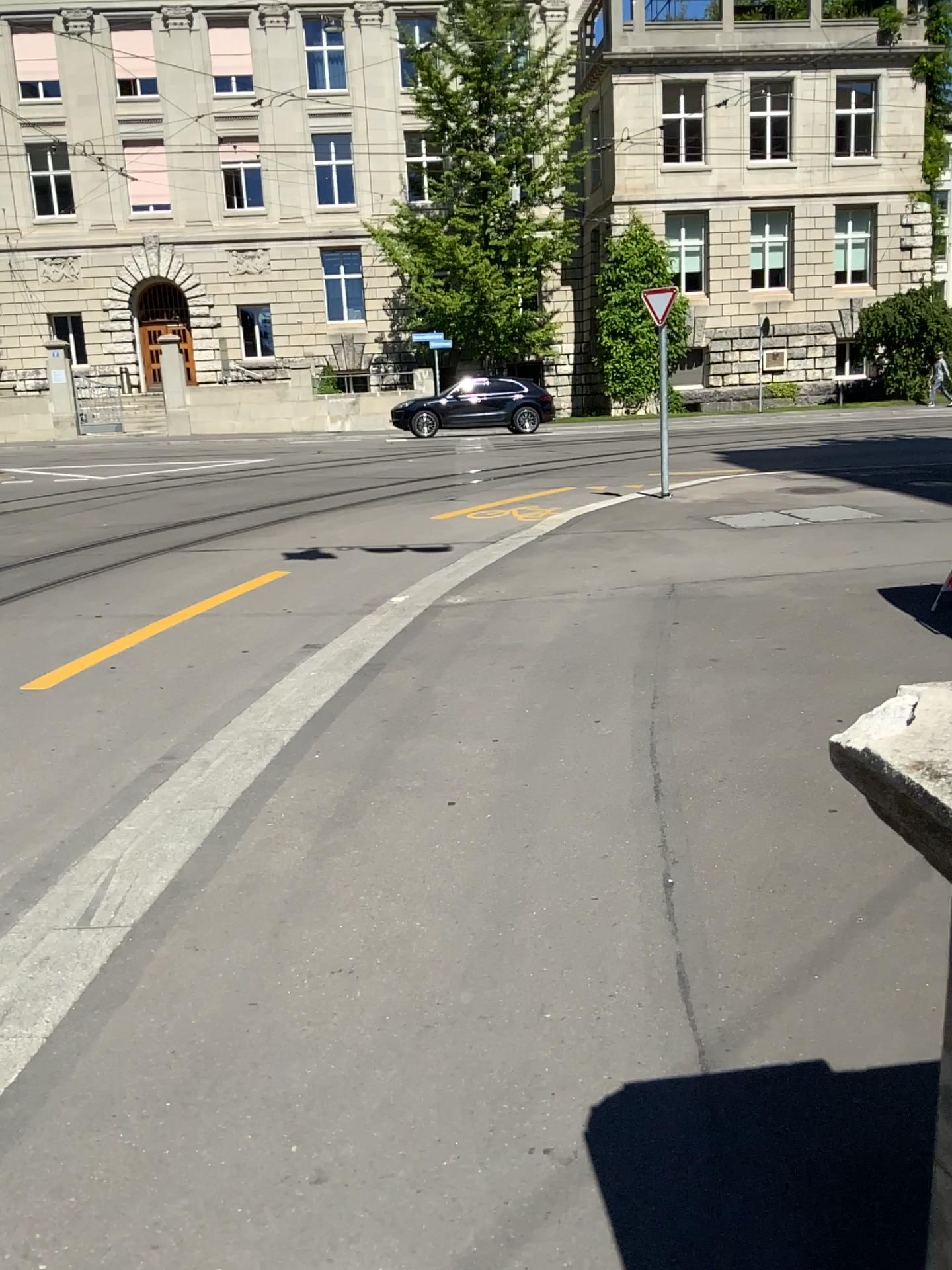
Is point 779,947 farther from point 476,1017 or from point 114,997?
point 114,997
